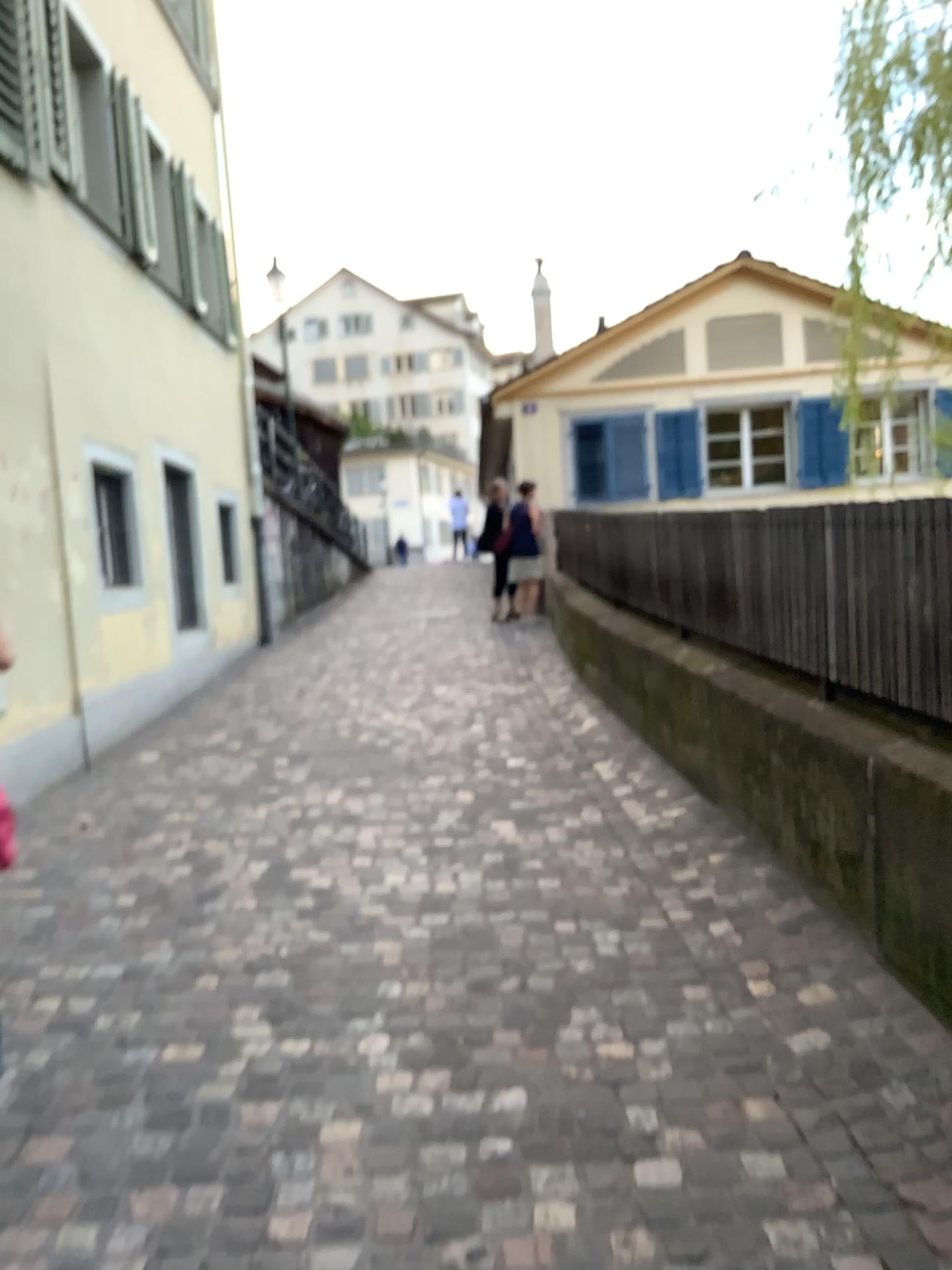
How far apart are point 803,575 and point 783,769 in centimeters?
68cm
